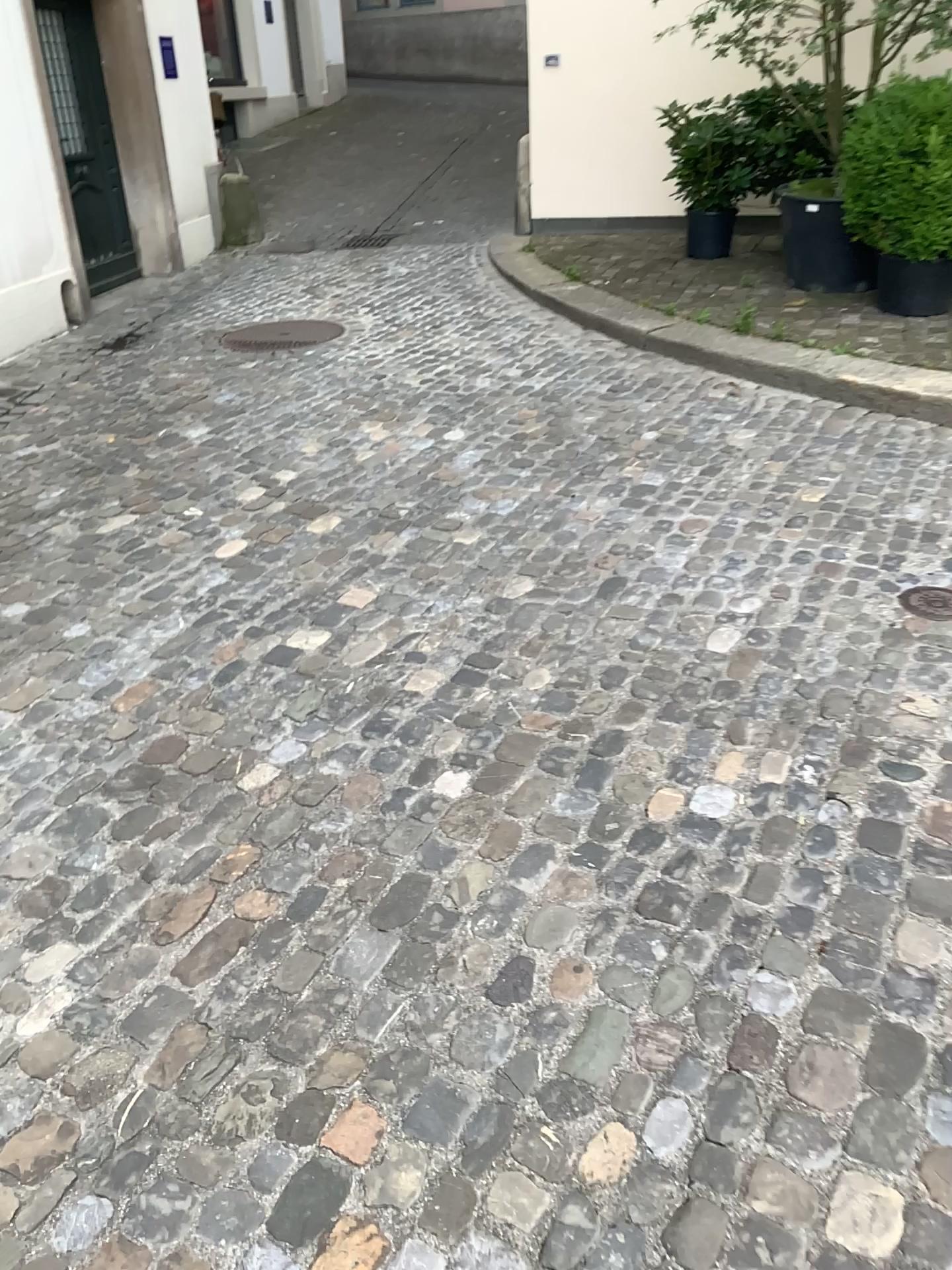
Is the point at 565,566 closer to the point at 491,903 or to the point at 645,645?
the point at 645,645
